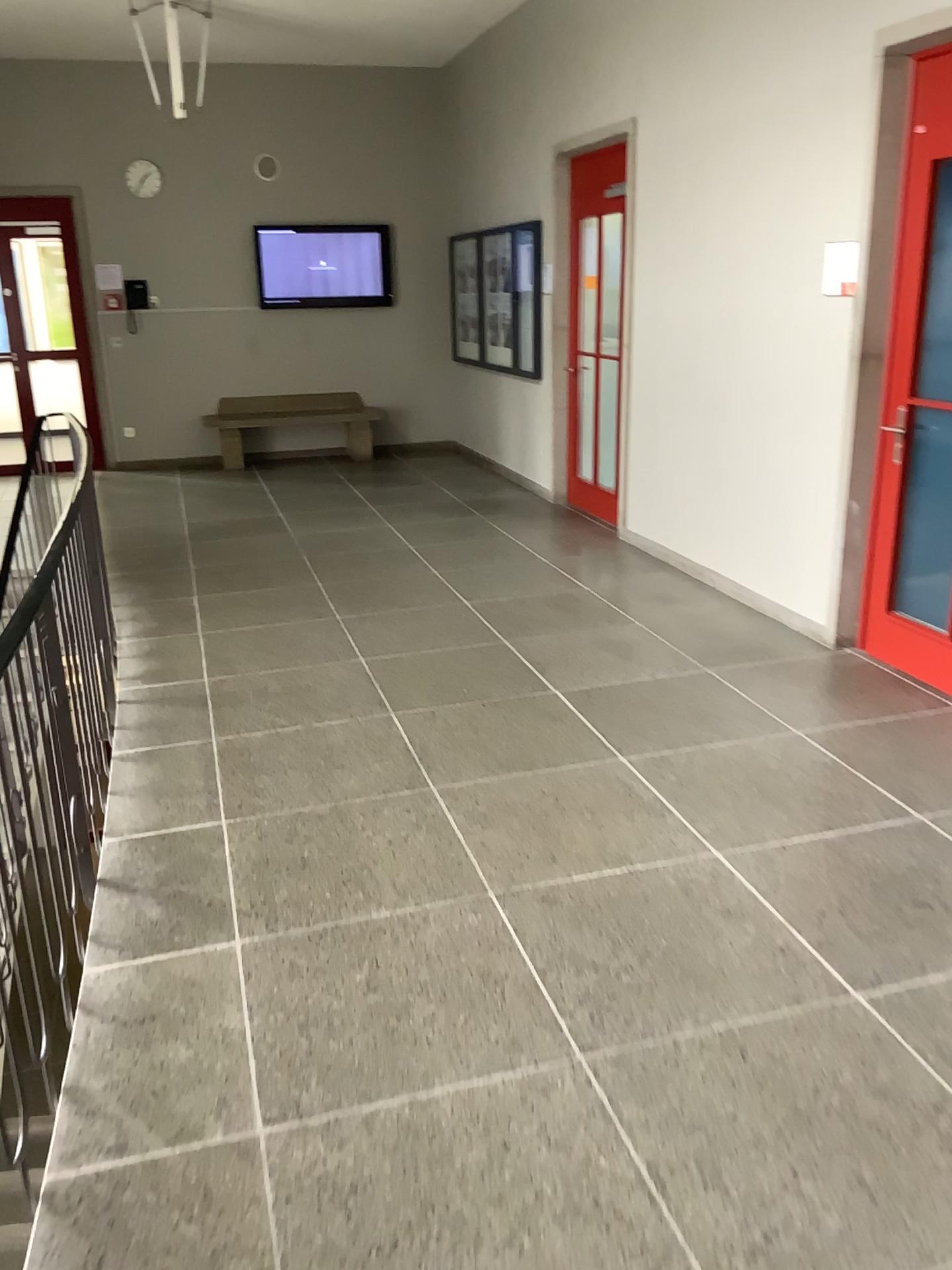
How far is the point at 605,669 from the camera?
4.5 meters
